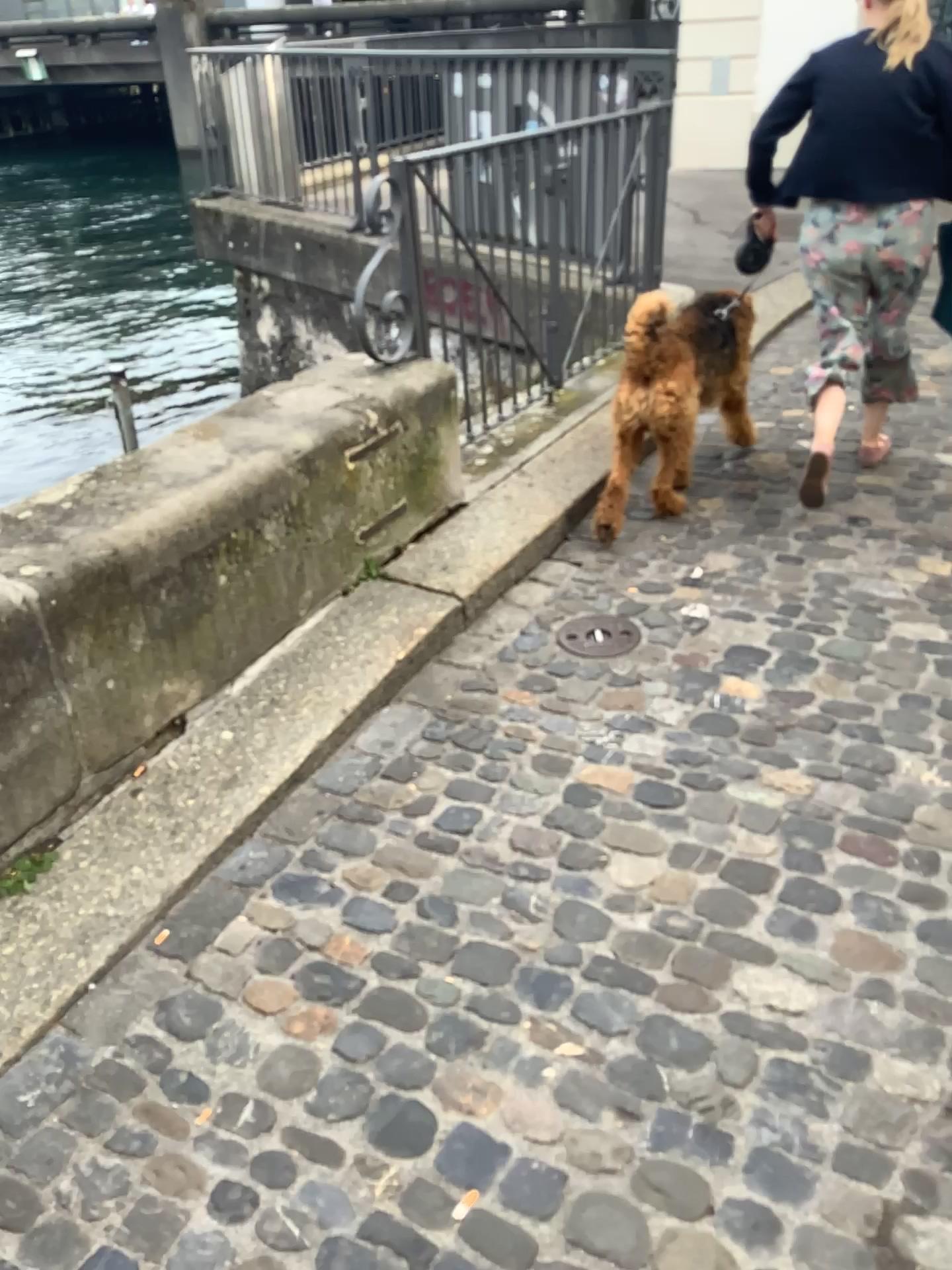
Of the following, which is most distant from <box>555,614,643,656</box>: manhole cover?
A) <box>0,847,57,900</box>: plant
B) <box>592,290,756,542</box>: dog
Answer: <box>0,847,57,900</box>: plant

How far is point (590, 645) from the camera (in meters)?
2.79

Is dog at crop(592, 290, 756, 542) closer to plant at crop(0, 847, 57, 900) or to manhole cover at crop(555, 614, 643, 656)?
manhole cover at crop(555, 614, 643, 656)

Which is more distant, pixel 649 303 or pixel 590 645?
pixel 649 303

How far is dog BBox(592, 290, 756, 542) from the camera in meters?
3.1 m

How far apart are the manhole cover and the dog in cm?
53

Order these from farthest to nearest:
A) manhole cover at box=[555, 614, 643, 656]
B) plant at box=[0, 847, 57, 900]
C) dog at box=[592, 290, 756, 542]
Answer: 1. dog at box=[592, 290, 756, 542]
2. manhole cover at box=[555, 614, 643, 656]
3. plant at box=[0, 847, 57, 900]

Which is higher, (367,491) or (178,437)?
(178,437)

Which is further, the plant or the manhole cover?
the manhole cover

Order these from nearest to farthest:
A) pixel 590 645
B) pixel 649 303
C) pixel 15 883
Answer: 1. pixel 15 883
2. pixel 590 645
3. pixel 649 303
